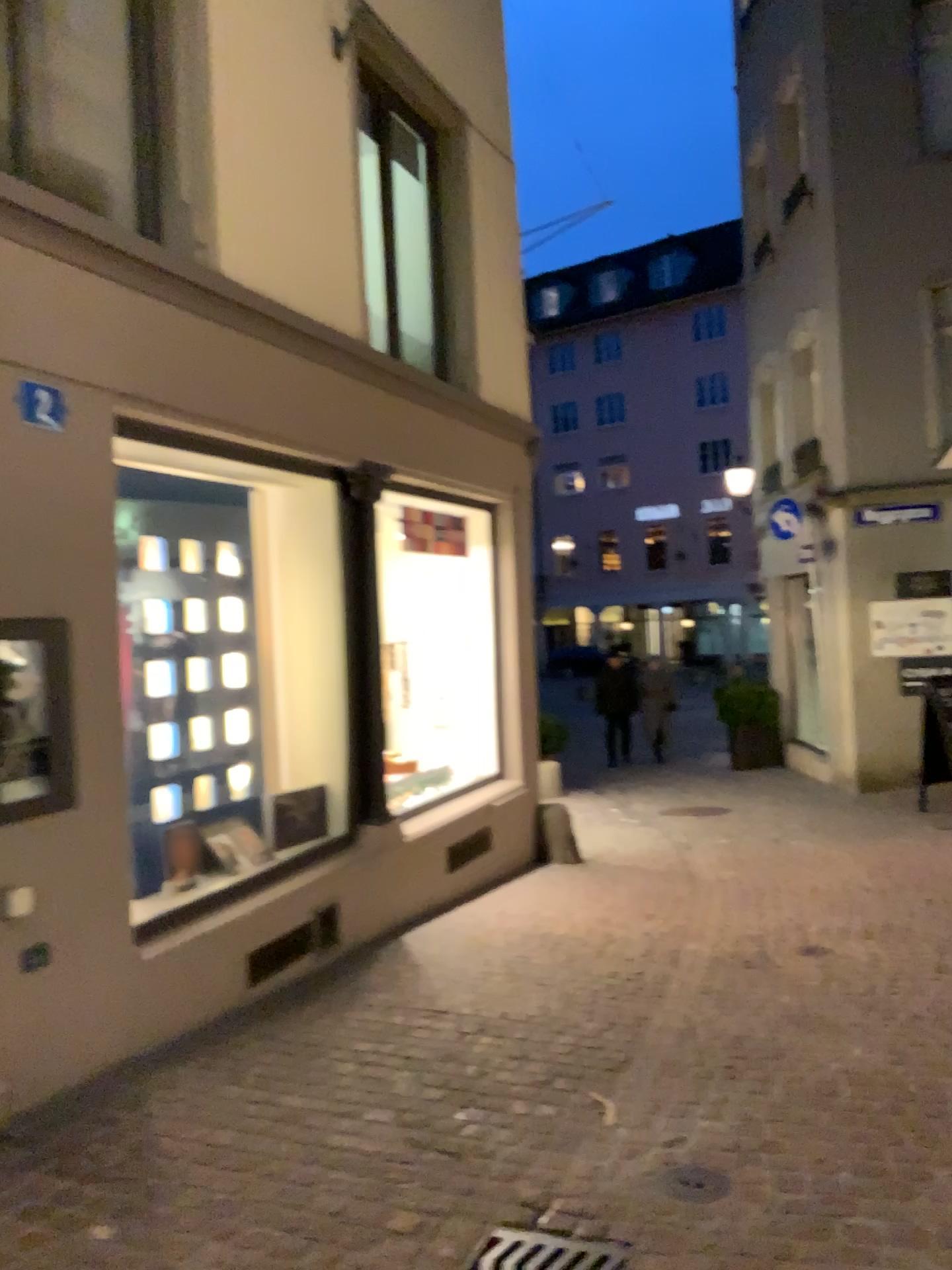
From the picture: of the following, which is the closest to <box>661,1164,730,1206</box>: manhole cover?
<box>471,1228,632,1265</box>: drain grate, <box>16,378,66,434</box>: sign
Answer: <box>471,1228,632,1265</box>: drain grate

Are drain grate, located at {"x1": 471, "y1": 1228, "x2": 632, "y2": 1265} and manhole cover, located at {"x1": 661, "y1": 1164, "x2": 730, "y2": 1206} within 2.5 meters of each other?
yes

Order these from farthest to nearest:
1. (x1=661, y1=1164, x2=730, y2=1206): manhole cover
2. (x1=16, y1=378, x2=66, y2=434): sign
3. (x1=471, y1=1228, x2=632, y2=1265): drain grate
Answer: (x1=16, y1=378, x2=66, y2=434): sign → (x1=661, y1=1164, x2=730, y2=1206): manhole cover → (x1=471, y1=1228, x2=632, y2=1265): drain grate

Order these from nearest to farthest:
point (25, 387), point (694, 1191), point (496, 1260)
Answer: point (496, 1260) → point (694, 1191) → point (25, 387)

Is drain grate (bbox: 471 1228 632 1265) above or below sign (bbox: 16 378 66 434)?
below

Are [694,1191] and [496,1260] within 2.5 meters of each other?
yes

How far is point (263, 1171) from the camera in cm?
302

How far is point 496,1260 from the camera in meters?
2.6

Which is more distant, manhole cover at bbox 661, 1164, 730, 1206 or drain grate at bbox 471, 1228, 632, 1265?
manhole cover at bbox 661, 1164, 730, 1206

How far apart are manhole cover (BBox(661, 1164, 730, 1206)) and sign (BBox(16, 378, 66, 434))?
3.0 meters
